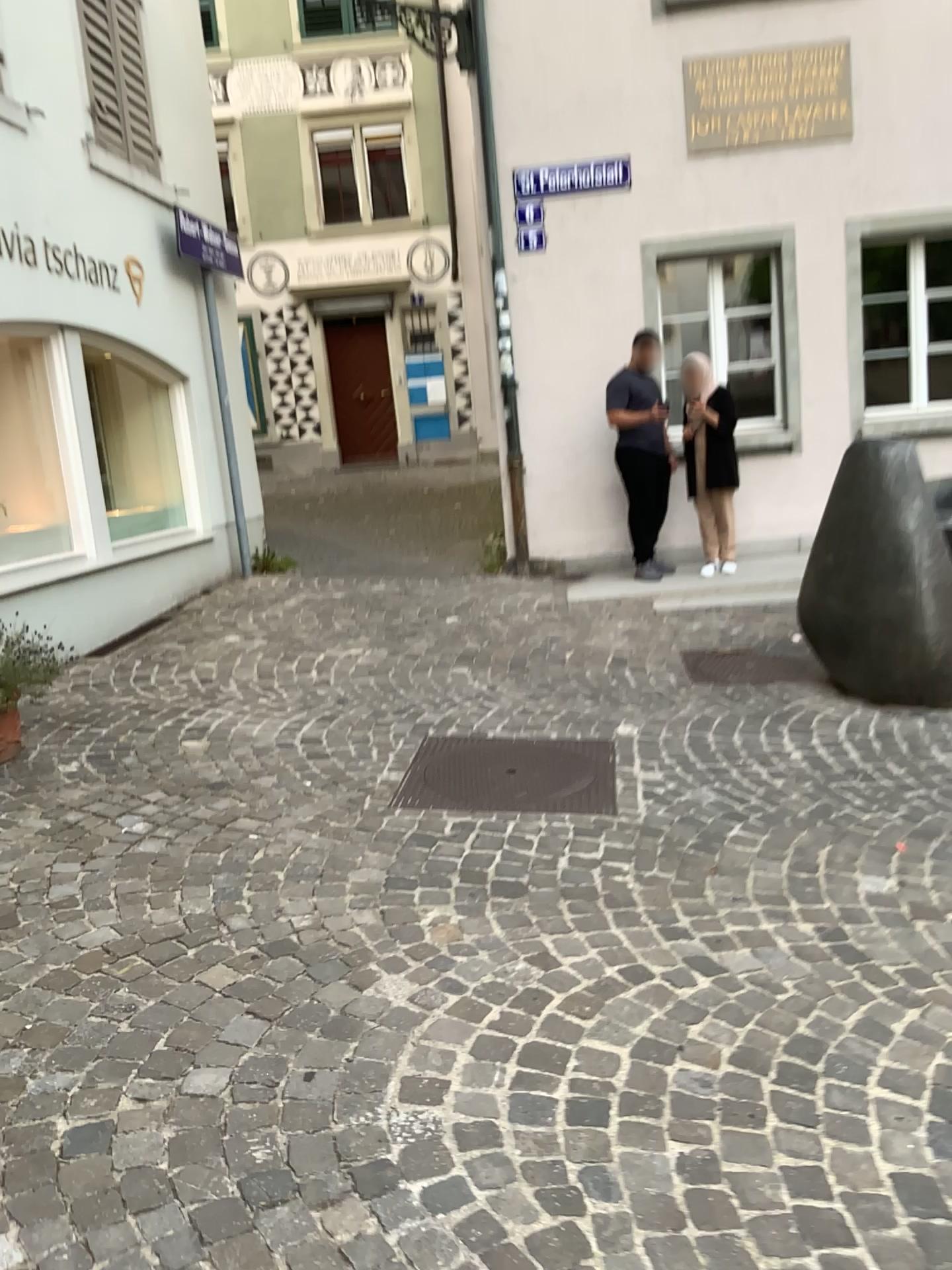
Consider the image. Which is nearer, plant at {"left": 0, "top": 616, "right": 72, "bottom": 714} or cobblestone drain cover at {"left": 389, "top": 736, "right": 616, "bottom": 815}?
cobblestone drain cover at {"left": 389, "top": 736, "right": 616, "bottom": 815}

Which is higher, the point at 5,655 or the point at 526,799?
the point at 5,655

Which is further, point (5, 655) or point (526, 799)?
point (5, 655)

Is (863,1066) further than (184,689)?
No

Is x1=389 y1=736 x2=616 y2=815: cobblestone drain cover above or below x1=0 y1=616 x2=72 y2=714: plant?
below
